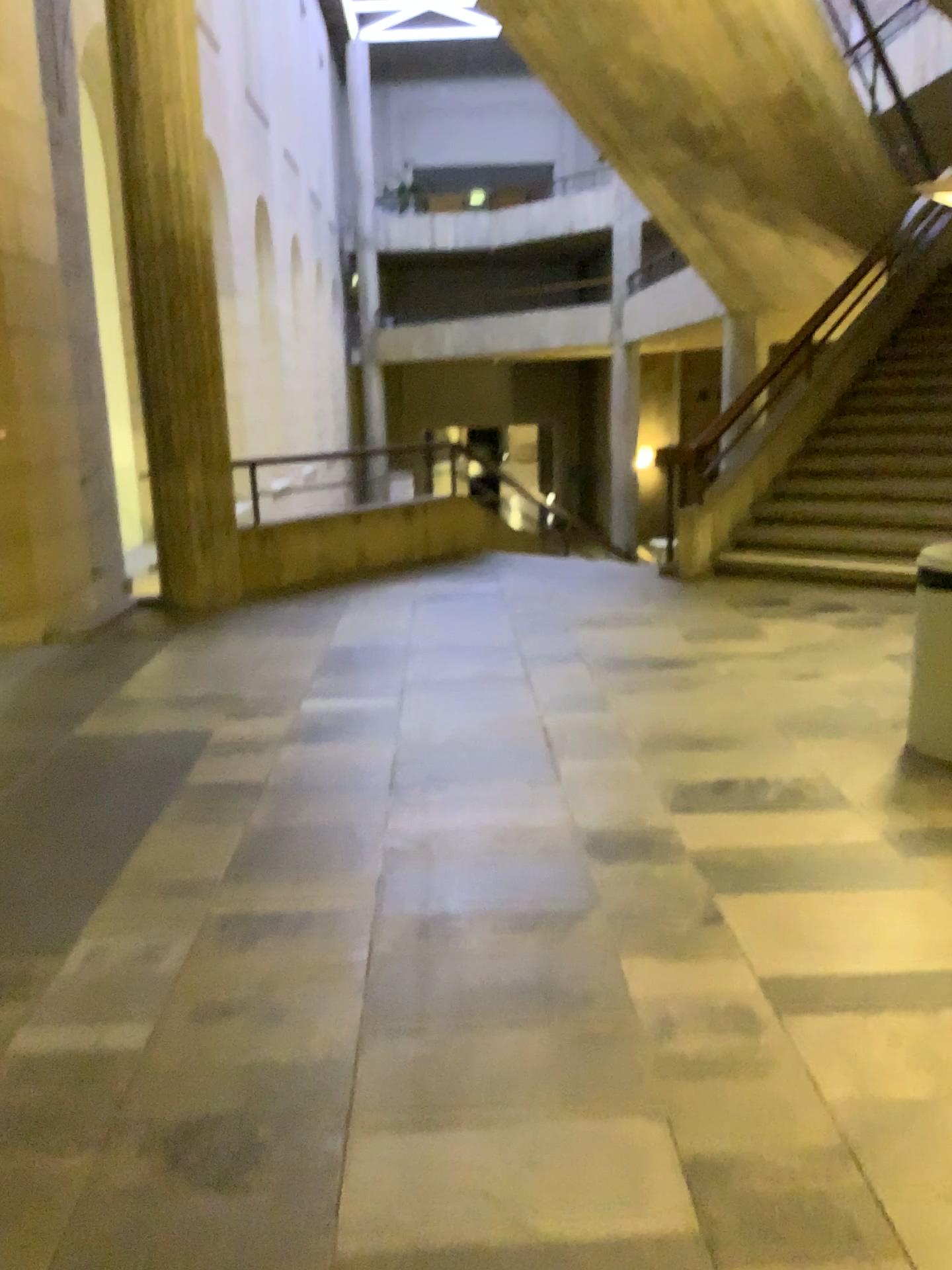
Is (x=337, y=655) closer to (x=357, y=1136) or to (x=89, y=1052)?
(x=89, y=1052)
